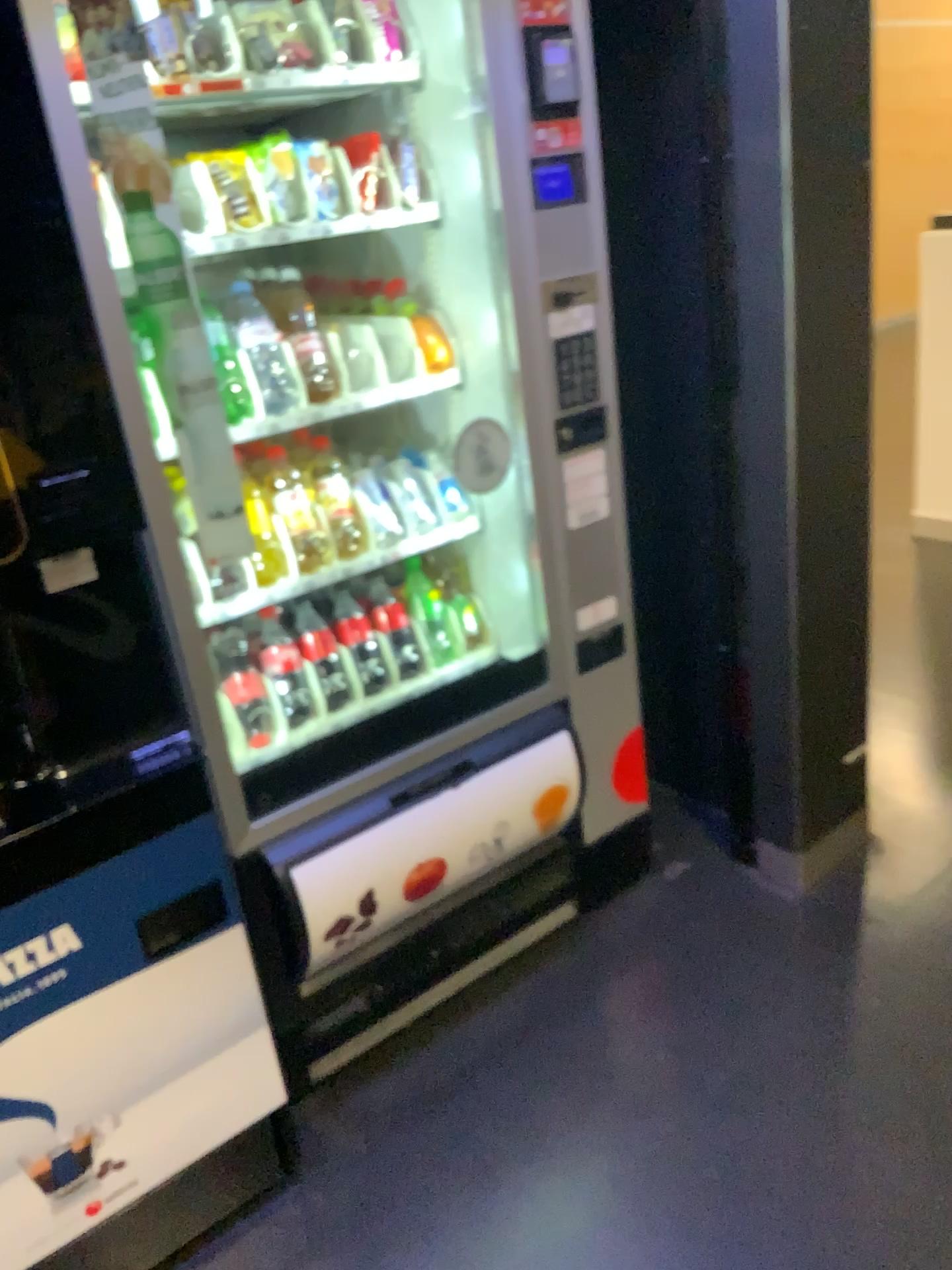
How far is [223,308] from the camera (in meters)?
1.79

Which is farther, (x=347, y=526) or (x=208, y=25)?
(x=347, y=526)

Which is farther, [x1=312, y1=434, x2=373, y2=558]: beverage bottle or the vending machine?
[x1=312, y1=434, x2=373, y2=558]: beverage bottle

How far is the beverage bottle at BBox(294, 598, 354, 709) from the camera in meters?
2.0

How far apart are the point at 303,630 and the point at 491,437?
0.49m

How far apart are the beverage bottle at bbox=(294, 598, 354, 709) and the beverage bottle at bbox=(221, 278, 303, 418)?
0.4 meters

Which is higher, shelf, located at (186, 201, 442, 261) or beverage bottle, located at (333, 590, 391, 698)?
shelf, located at (186, 201, 442, 261)

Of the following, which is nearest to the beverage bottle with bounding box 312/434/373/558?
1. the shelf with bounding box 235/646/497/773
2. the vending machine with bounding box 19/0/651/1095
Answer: the vending machine with bounding box 19/0/651/1095

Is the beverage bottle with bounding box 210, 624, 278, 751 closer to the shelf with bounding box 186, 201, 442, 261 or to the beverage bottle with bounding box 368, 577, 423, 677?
the beverage bottle with bounding box 368, 577, 423, 677

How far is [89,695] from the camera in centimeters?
136cm
